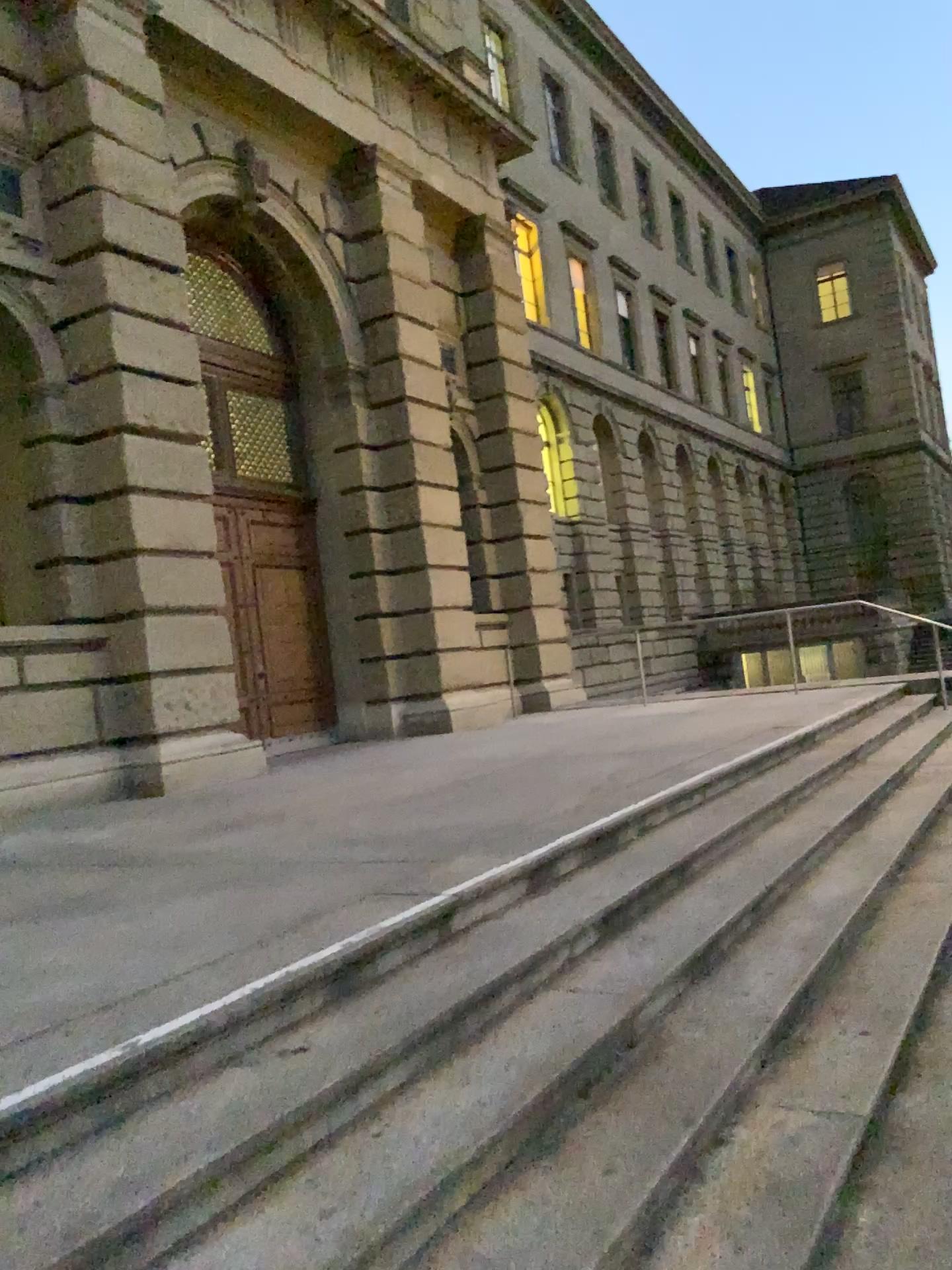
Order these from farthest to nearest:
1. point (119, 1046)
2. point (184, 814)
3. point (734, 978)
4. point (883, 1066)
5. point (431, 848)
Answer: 1. point (184, 814)
2. point (431, 848)
3. point (734, 978)
4. point (883, 1066)
5. point (119, 1046)
